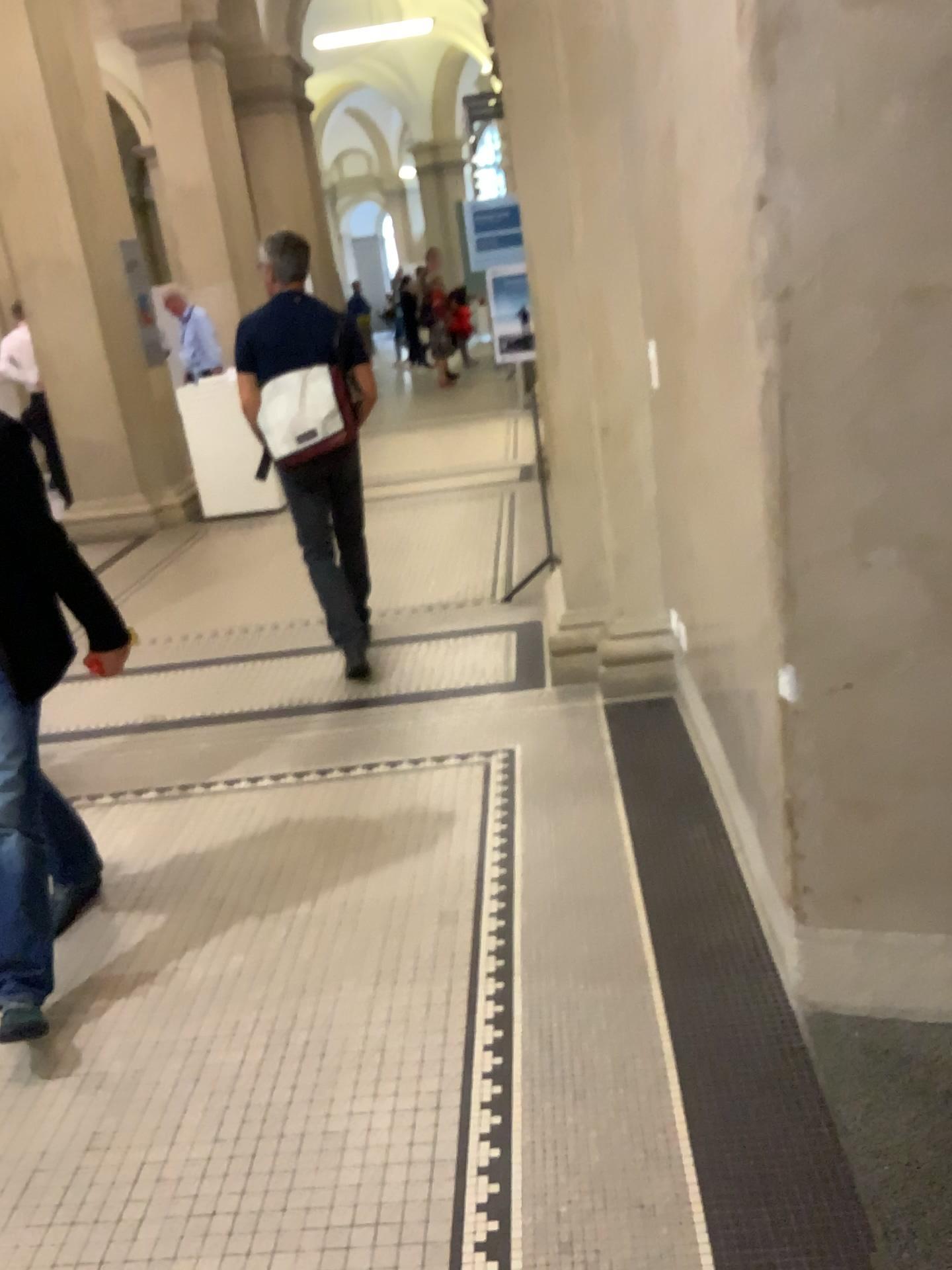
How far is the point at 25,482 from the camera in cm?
243

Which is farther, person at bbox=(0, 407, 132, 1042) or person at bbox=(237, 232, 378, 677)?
person at bbox=(237, 232, 378, 677)

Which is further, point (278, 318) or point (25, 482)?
point (278, 318)

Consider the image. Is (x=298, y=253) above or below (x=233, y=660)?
above

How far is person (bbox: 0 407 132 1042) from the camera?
2.4 meters
